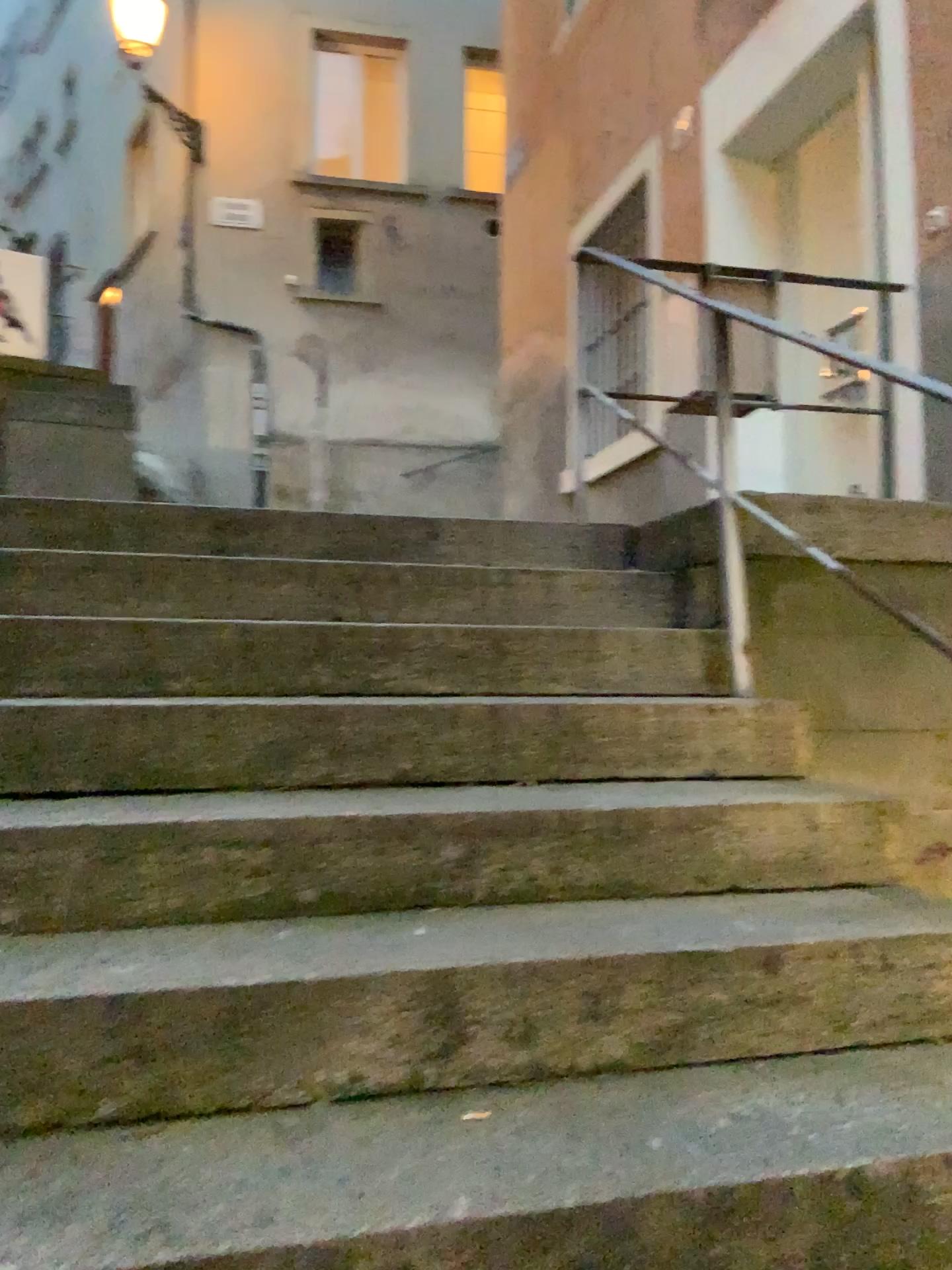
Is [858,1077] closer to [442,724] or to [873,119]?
[442,724]
